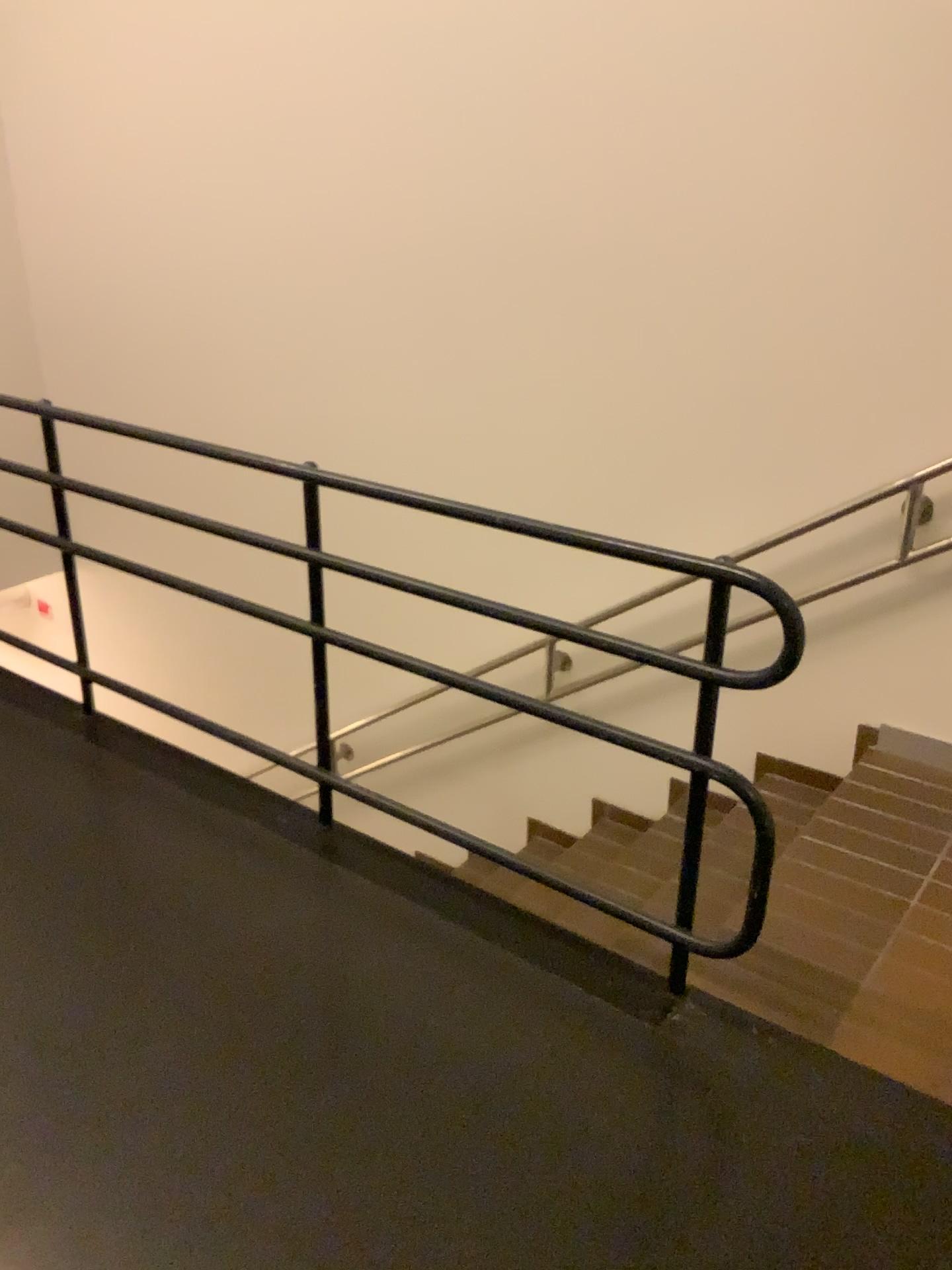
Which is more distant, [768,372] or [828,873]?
[768,372]
